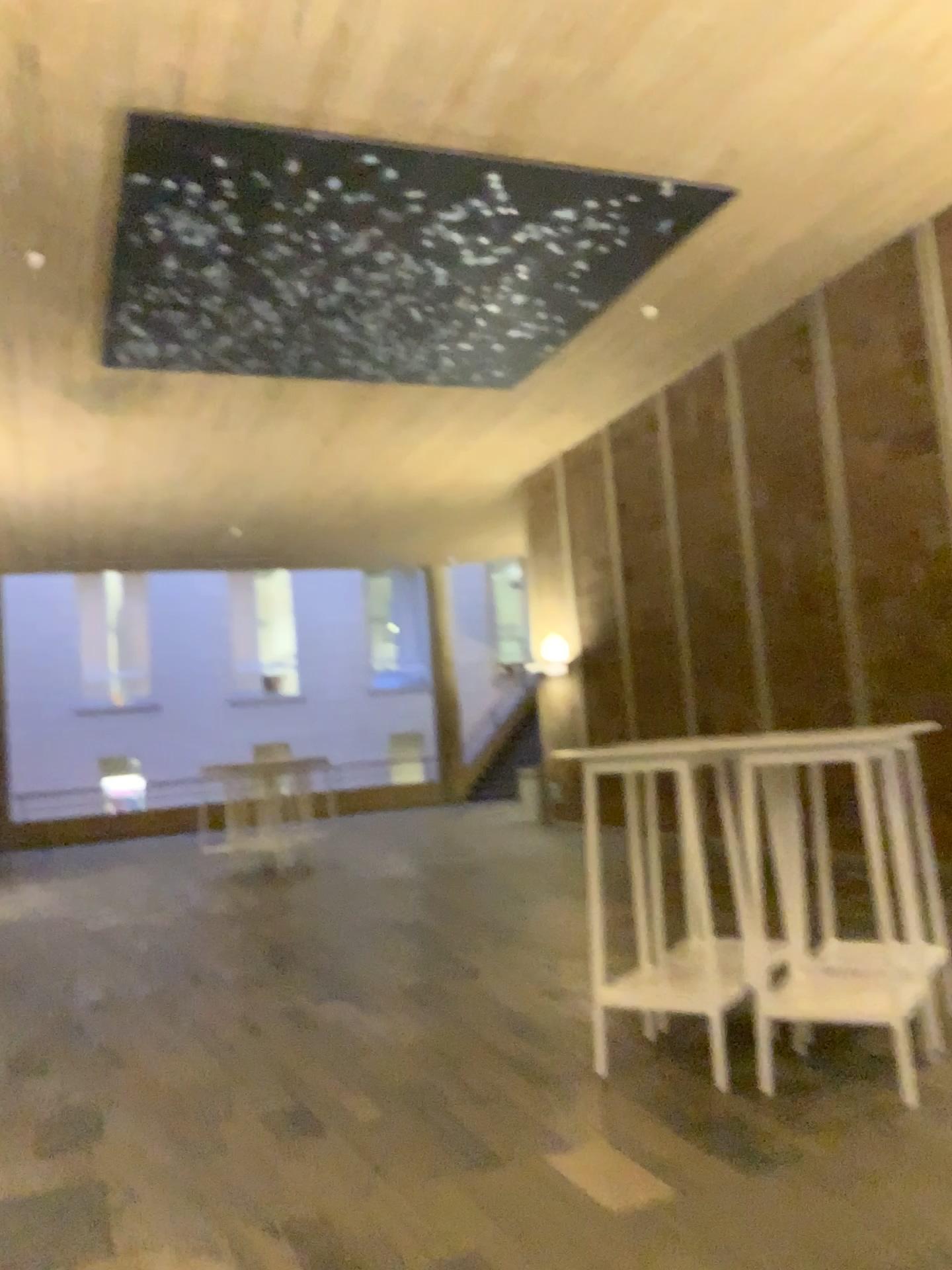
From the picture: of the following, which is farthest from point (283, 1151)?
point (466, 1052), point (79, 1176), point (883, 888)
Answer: point (883, 888)
